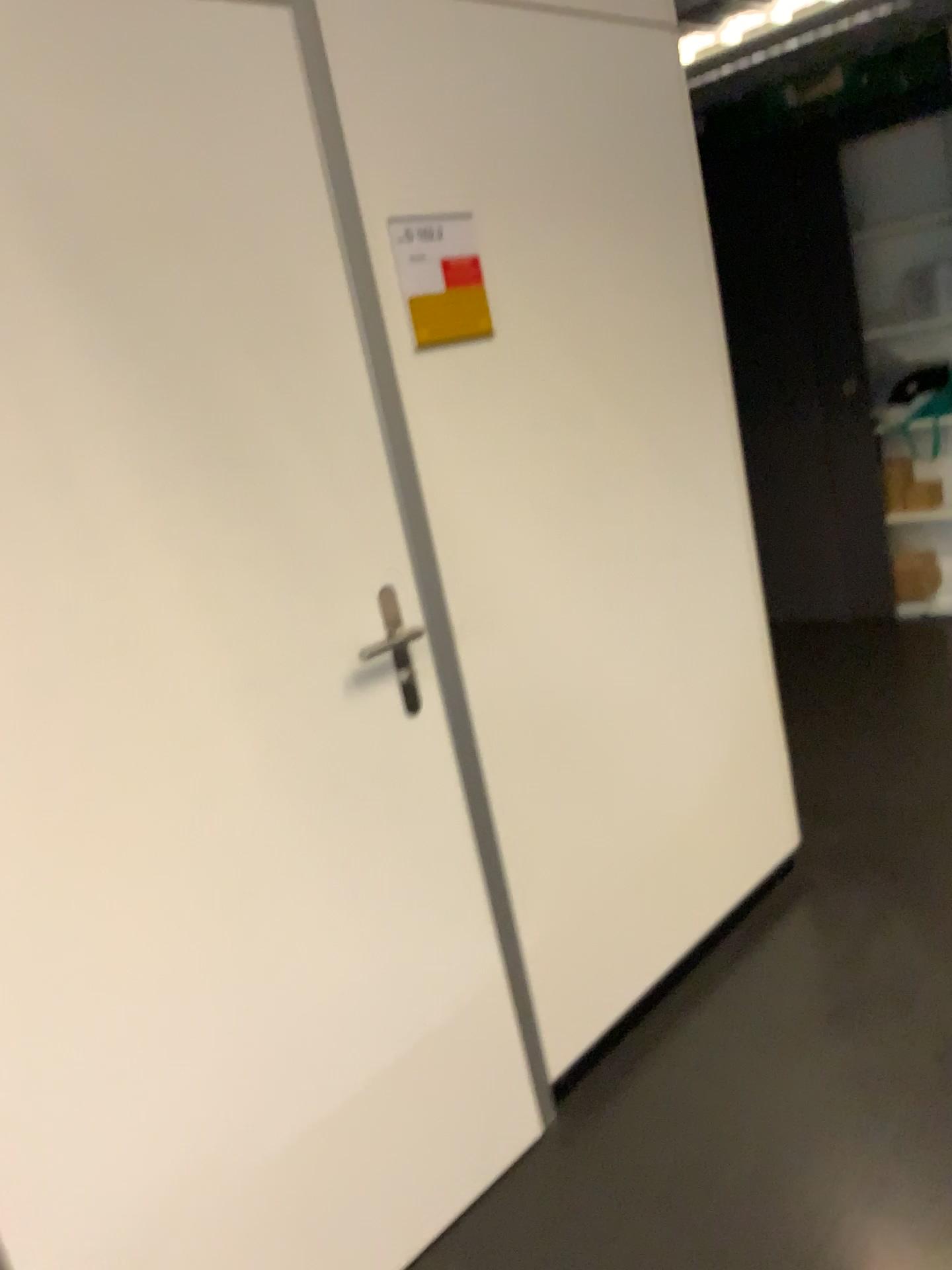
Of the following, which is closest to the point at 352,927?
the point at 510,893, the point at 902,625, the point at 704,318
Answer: the point at 510,893

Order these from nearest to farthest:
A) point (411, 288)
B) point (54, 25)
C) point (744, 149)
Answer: point (54, 25) → point (411, 288) → point (744, 149)

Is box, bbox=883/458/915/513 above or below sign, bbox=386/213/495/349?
below

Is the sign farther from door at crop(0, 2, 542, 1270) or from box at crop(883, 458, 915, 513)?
box at crop(883, 458, 915, 513)

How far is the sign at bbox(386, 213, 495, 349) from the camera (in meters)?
1.84

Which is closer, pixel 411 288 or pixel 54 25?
pixel 54 25

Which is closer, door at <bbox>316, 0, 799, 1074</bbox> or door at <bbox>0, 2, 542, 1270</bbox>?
door at <bbox>0, 2, 542, 1270</bbox>

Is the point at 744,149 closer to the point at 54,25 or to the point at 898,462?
the point at 898,462

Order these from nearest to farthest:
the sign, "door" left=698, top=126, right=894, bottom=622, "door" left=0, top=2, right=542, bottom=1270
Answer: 1. "door" left=0, top=2, right=542, bottom=1270
2. the sign
3. "door" left=698, top=126, right=894, bottom=622

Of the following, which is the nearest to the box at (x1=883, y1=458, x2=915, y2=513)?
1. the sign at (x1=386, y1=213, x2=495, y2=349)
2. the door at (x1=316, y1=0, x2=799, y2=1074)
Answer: the door at (x1=316, y1=0, x2=799, y2=1074)
